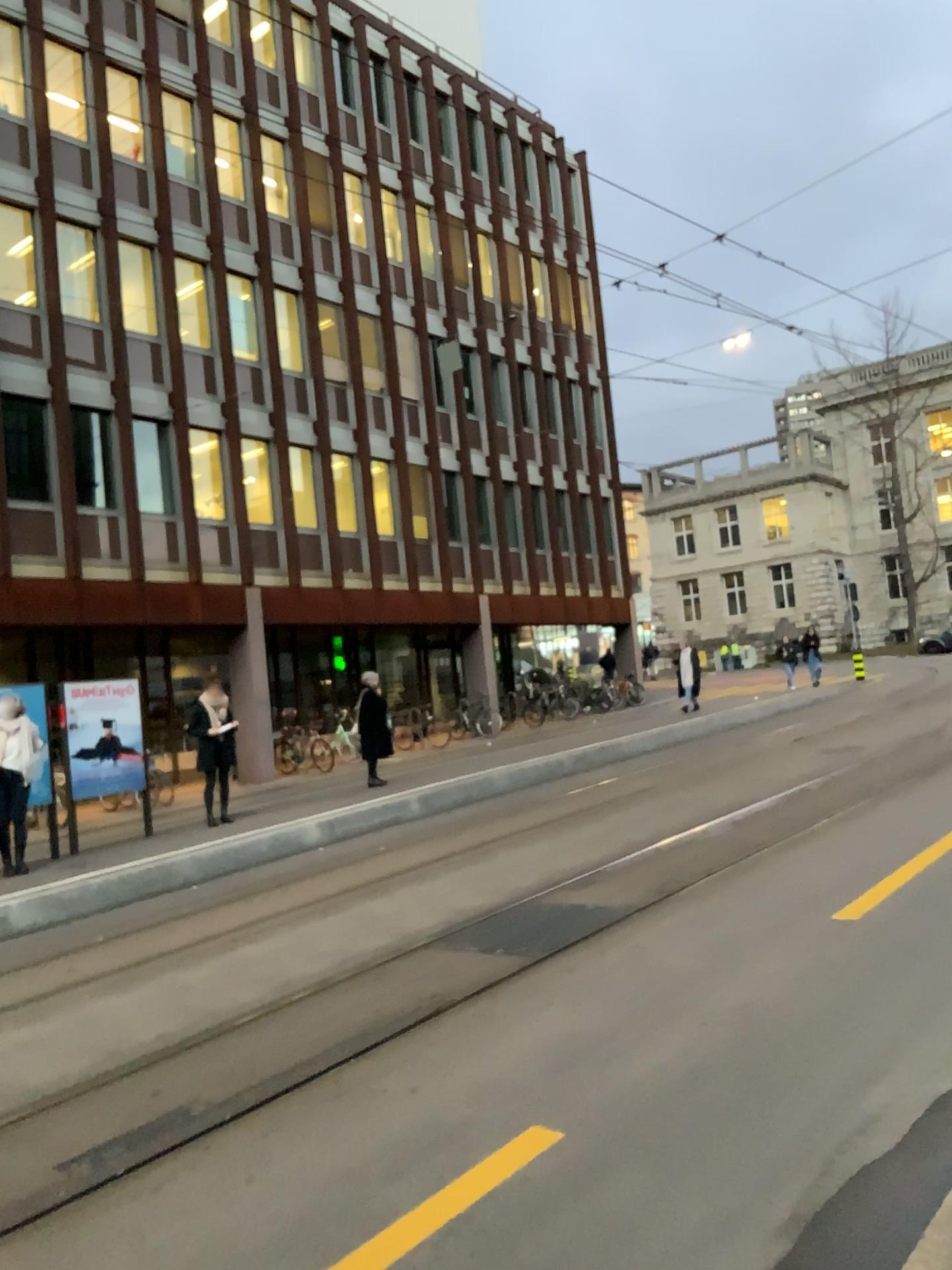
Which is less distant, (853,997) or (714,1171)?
(714,1171)
